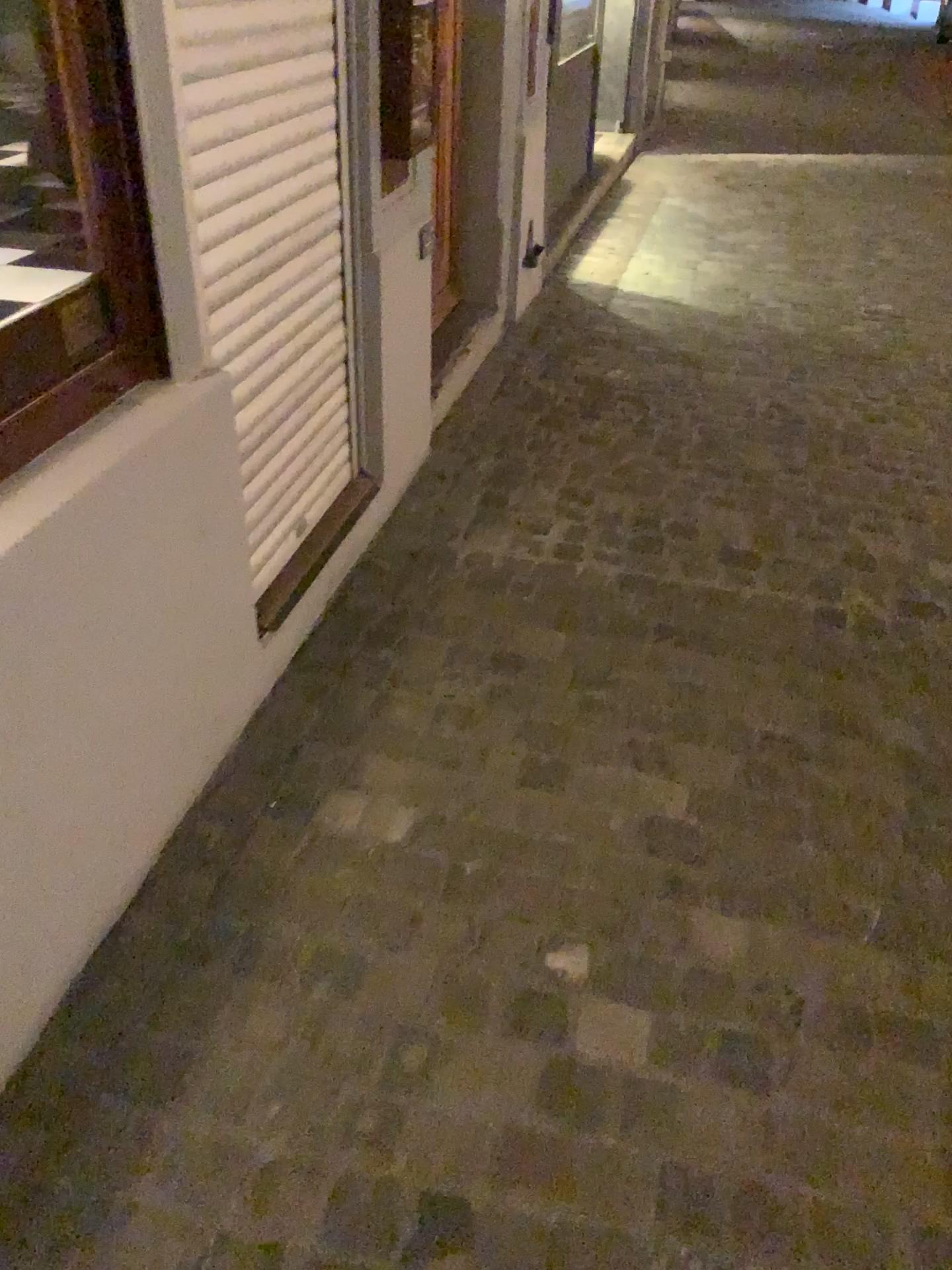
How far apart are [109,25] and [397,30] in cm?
107

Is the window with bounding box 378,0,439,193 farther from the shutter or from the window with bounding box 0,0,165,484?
the window with bounding box 0,0,165,484

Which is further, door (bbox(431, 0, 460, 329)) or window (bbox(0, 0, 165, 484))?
door (bbox(431, 0, 460, 329))

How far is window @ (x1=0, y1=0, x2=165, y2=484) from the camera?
1.4m

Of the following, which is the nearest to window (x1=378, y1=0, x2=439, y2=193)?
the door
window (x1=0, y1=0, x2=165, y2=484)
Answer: the door

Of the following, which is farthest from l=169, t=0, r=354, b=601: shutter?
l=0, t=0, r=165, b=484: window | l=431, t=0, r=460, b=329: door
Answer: l=431, t=0, r=460, b=329: door

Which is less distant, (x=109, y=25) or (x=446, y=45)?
(x=109, y=25)

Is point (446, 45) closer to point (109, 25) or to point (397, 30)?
point (397, 30)

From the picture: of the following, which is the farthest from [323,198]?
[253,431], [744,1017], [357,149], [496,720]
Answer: [744,1017]

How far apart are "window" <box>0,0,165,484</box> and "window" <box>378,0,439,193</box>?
1.0 meters
